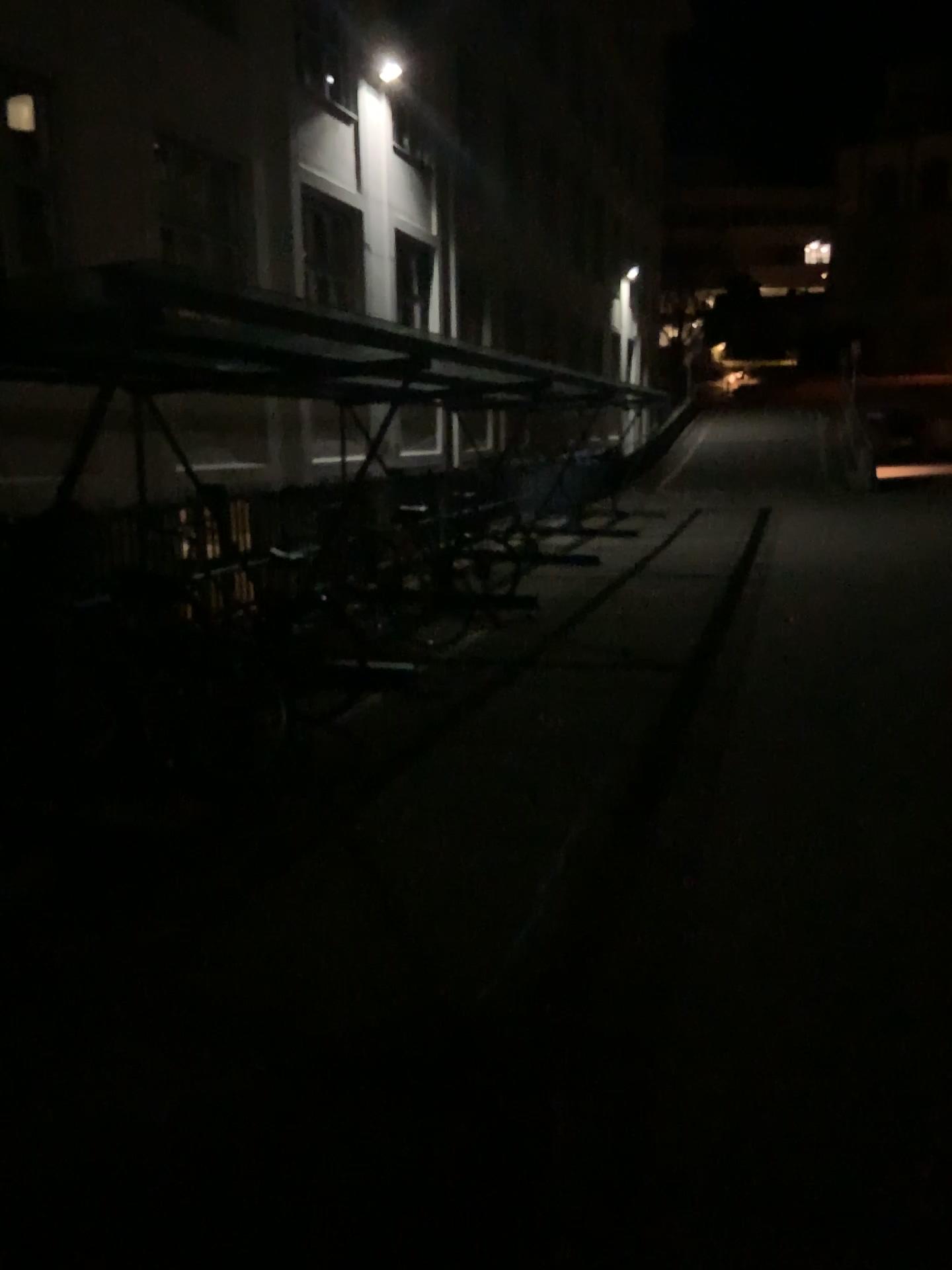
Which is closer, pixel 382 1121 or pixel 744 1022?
pixel 382 1121
